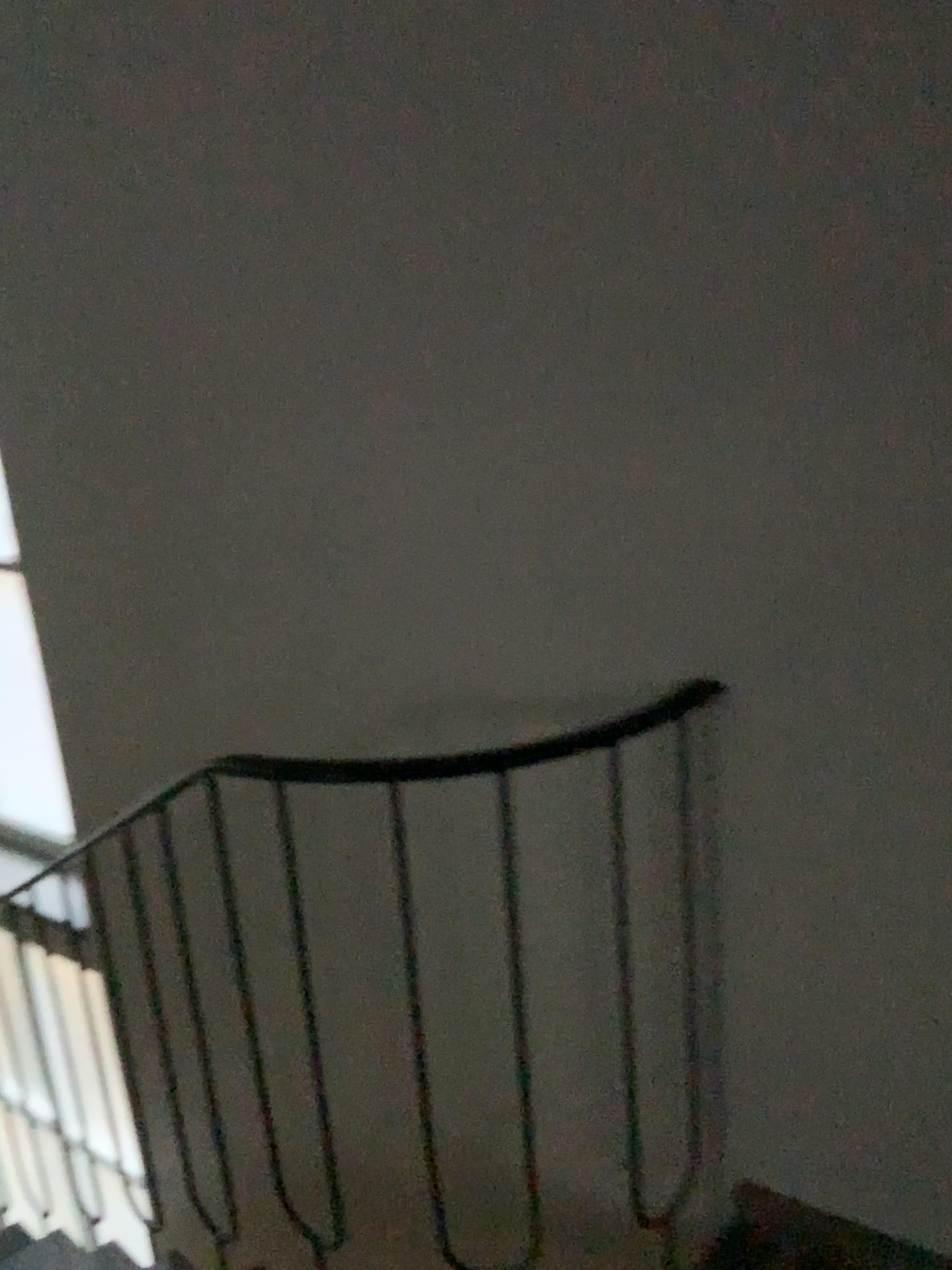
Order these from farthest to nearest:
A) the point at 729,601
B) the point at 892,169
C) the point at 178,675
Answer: the point at 178,675 < the point at 729,601 < the point at 892,169
